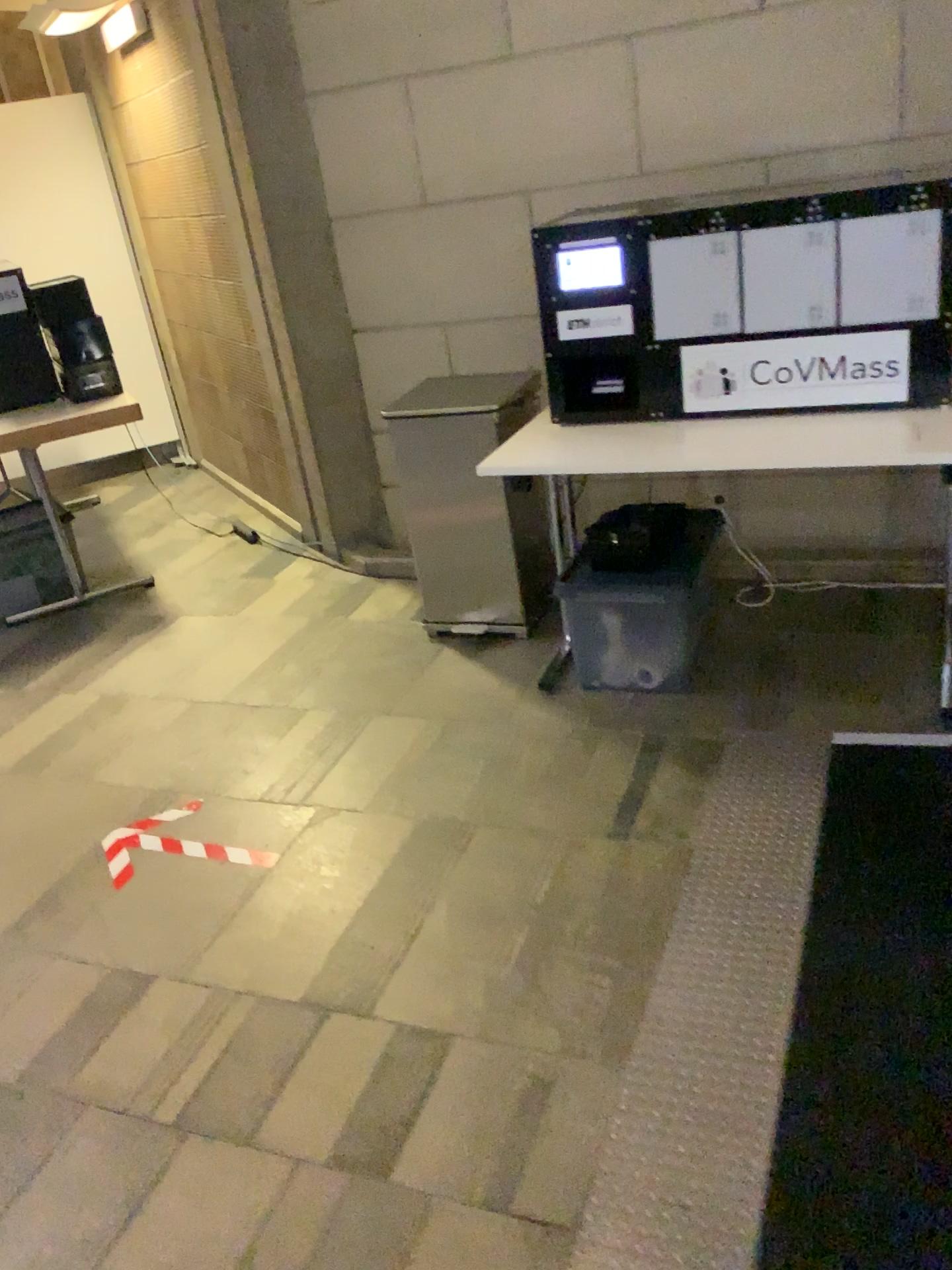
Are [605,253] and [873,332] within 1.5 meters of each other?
yes

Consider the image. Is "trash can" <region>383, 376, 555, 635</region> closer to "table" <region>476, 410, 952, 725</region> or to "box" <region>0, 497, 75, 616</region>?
"table" <region>476, 410, 952, 725</region>

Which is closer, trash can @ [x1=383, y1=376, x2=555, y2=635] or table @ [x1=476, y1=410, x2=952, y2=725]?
table @ [x1=476, y1=410, x2=952, y2=725]

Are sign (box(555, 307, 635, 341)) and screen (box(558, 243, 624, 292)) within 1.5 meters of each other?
yes

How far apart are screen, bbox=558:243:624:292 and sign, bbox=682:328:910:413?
0.3m

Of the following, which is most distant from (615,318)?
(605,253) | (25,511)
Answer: (25,511)

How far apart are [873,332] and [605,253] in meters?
0.7

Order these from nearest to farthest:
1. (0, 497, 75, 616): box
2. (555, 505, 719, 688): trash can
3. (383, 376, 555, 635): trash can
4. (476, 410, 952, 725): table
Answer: (476, 410, 952, 725): table
(555, 505, 719, 688): trash can
(383, 376, 555, 635): trash can
(0, 497, 75, 616): box

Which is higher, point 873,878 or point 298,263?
point 298,263

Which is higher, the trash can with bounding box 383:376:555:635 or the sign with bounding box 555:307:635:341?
the sign with bounding box 555:307:635:341
